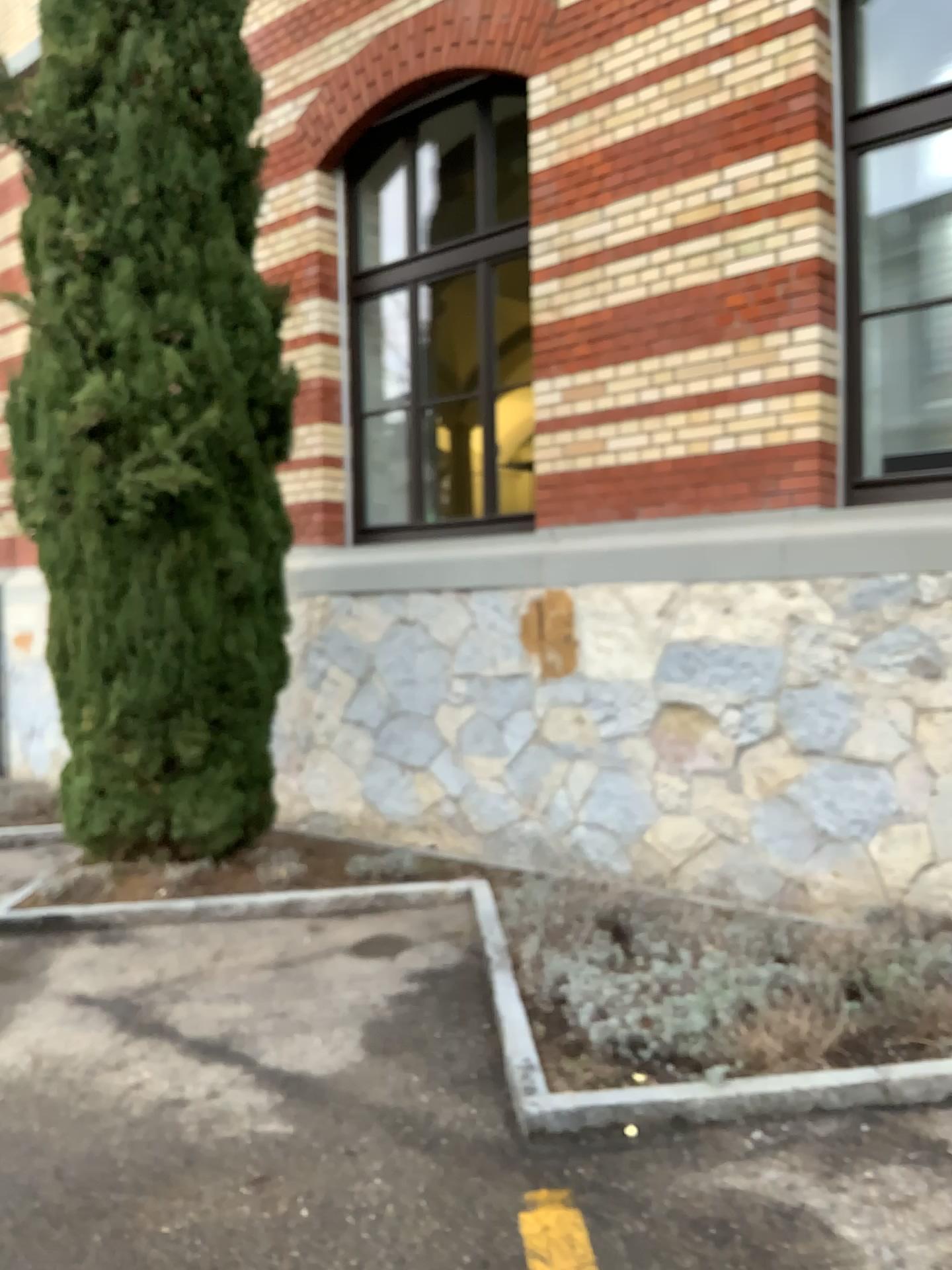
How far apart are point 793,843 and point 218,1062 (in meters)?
2.51
